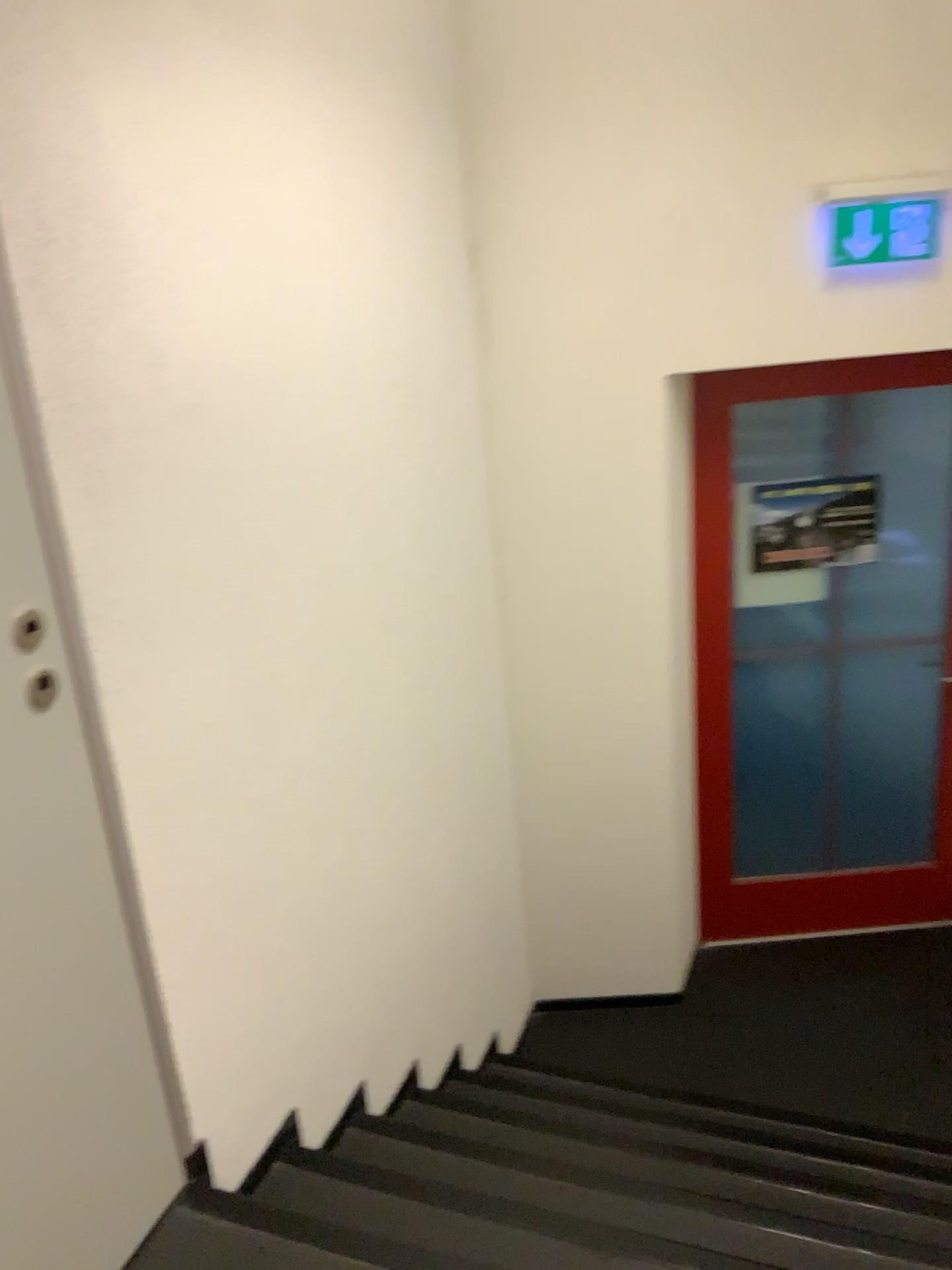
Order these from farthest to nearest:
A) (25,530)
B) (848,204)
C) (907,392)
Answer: (907,392)
(848,204)
(25,530)

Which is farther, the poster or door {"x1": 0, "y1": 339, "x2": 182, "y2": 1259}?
the poster

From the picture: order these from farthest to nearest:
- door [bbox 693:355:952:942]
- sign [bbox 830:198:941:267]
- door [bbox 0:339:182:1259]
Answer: door [bbox 693:355:952:942] → sign [bbox 830:198:941:267] → door [bbox 0:339:182:1259]

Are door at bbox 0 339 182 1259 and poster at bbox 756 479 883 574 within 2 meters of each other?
no

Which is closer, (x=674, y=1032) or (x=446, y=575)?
(x=446, y=575)

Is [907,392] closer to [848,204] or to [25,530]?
[848,204]

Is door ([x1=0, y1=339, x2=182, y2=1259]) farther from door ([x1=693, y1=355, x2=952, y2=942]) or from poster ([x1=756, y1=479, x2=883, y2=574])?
poster ([x1=756, y1=479, x2=883, y2=574])

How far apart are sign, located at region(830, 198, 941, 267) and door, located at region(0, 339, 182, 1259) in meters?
2.3

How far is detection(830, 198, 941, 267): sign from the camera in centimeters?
281cm

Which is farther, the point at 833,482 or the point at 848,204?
the point at 833,482
